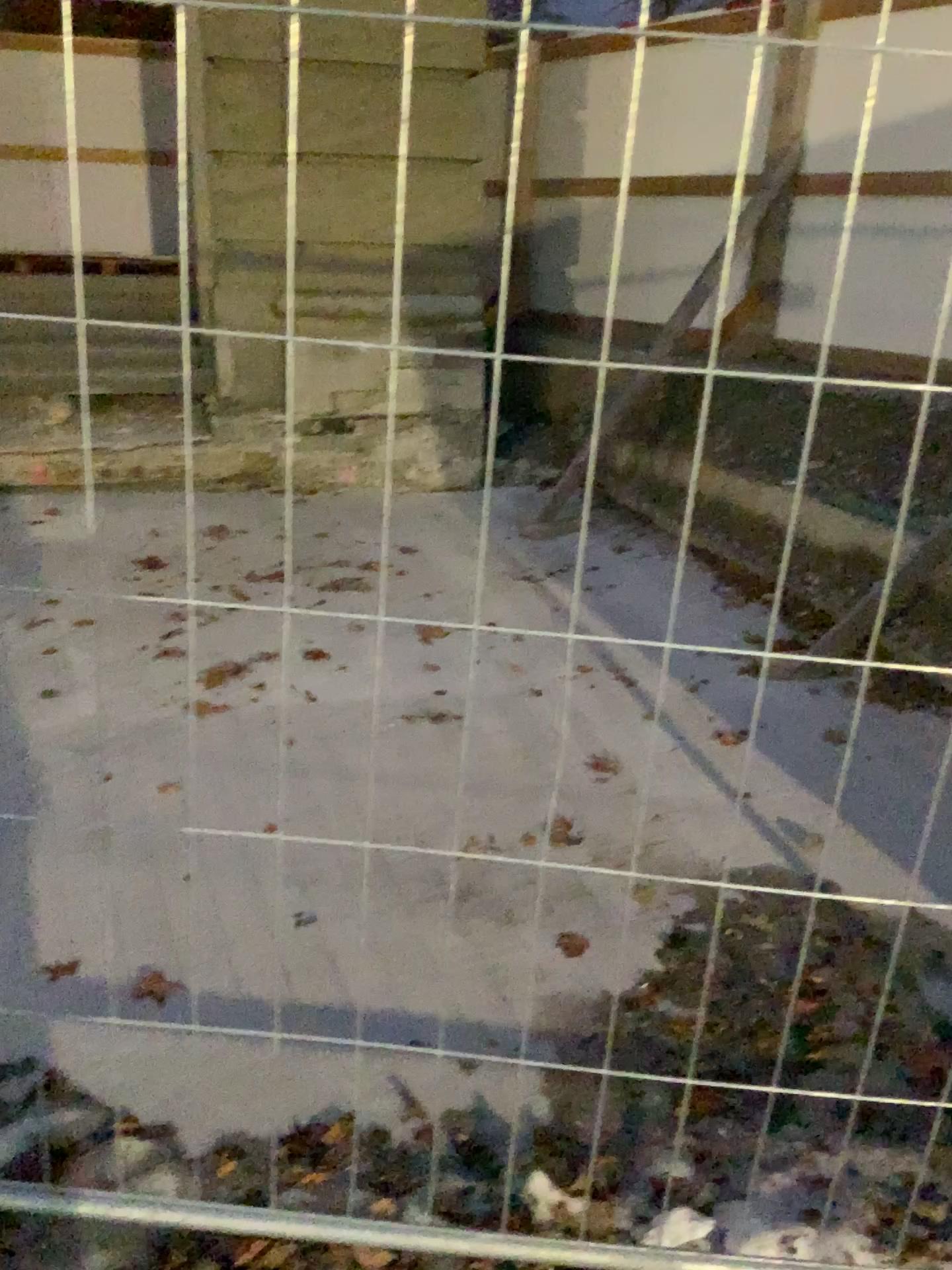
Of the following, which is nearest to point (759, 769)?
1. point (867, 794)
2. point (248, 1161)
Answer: point (867, 794)
